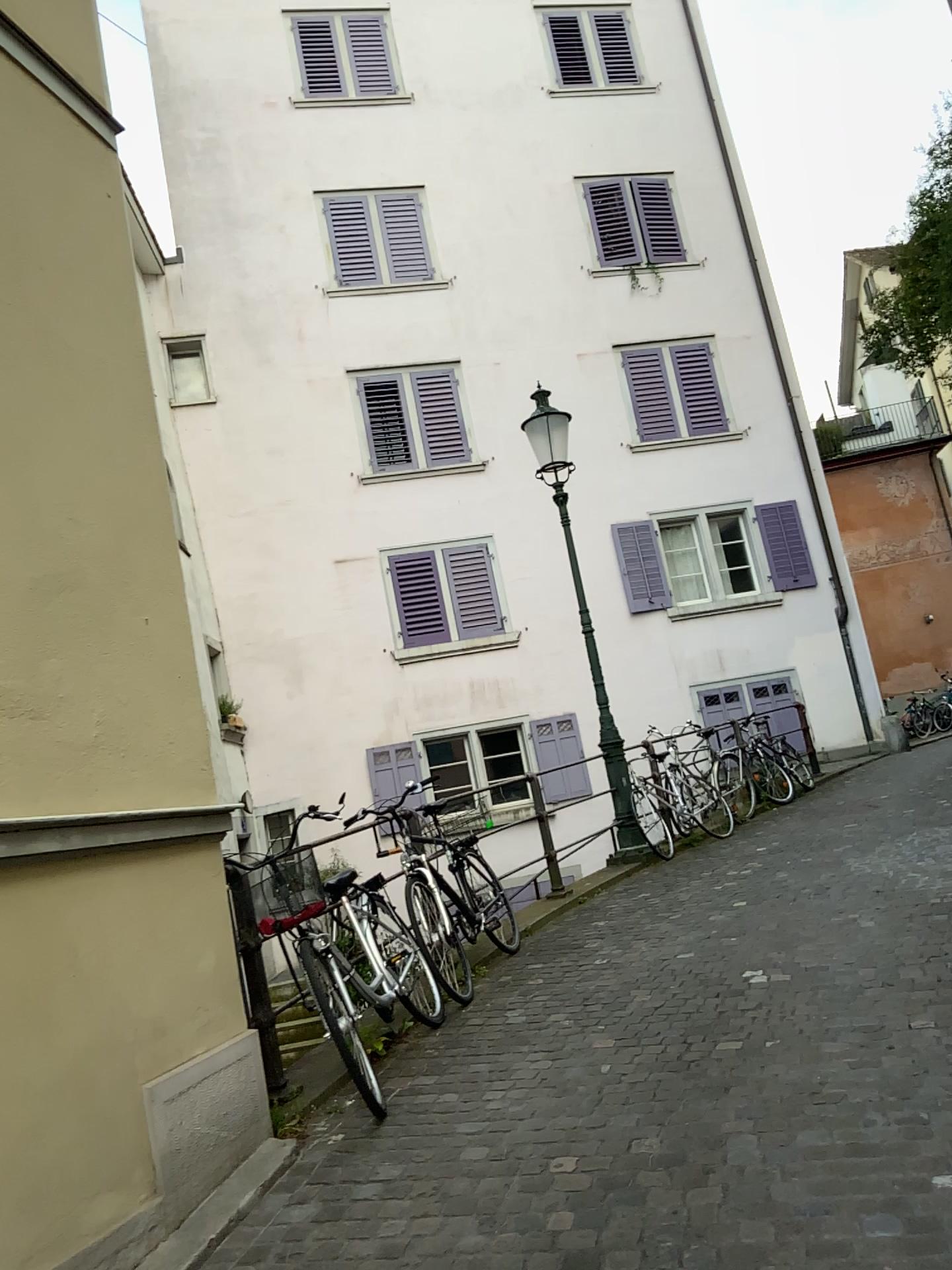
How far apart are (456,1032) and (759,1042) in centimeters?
145cm
